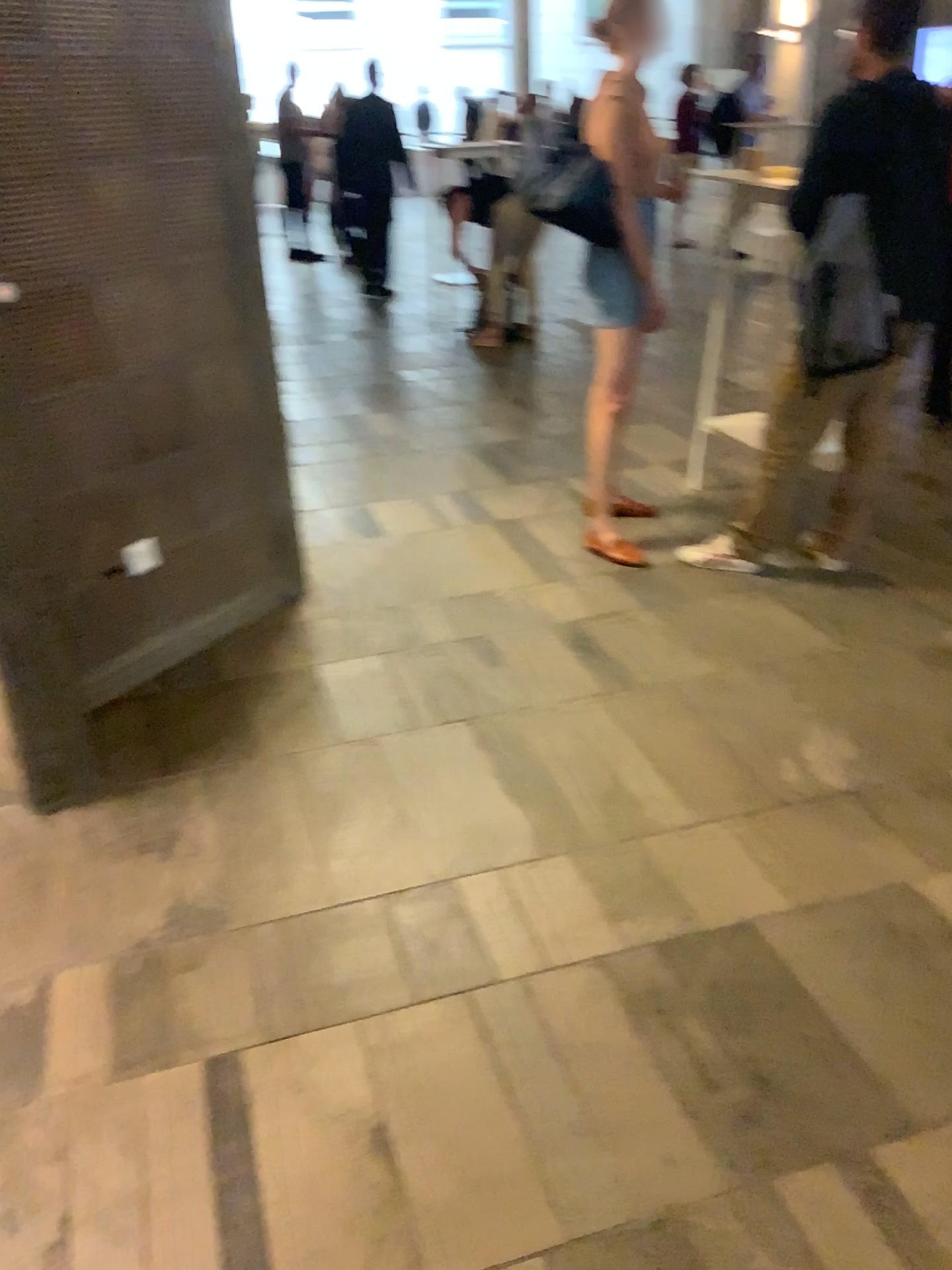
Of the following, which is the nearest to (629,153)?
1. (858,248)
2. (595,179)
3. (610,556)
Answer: (595,179)

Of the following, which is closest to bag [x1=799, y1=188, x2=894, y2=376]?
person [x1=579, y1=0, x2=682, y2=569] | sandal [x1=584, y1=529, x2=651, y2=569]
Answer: person [x1=579, y1=0, x2=682, y2=569]

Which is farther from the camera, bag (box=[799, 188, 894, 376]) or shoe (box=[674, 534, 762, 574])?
shoe (box=[674, 534, 762, 574])

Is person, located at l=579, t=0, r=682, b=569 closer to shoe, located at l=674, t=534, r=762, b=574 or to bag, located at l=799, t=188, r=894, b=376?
shoe, located at l=674, t=534, r=762, b=574

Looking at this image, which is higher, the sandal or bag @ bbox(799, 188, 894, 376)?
bag @ bbox(799, 188, 894, 376)

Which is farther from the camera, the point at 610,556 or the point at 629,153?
the point at 610,556

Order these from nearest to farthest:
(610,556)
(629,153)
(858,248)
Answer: (858,248) → (629,153) → (610,556)

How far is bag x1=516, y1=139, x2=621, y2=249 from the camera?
3.46m

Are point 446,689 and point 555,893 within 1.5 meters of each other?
yes

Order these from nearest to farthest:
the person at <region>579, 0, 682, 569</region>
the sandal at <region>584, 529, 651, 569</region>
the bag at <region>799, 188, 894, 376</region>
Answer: the bag at <region>799, 188, 894, 376</region>
the person at <region>579, 0, 682, 569</region>
the sandal at <region>584, 529, 651, 569</region>
